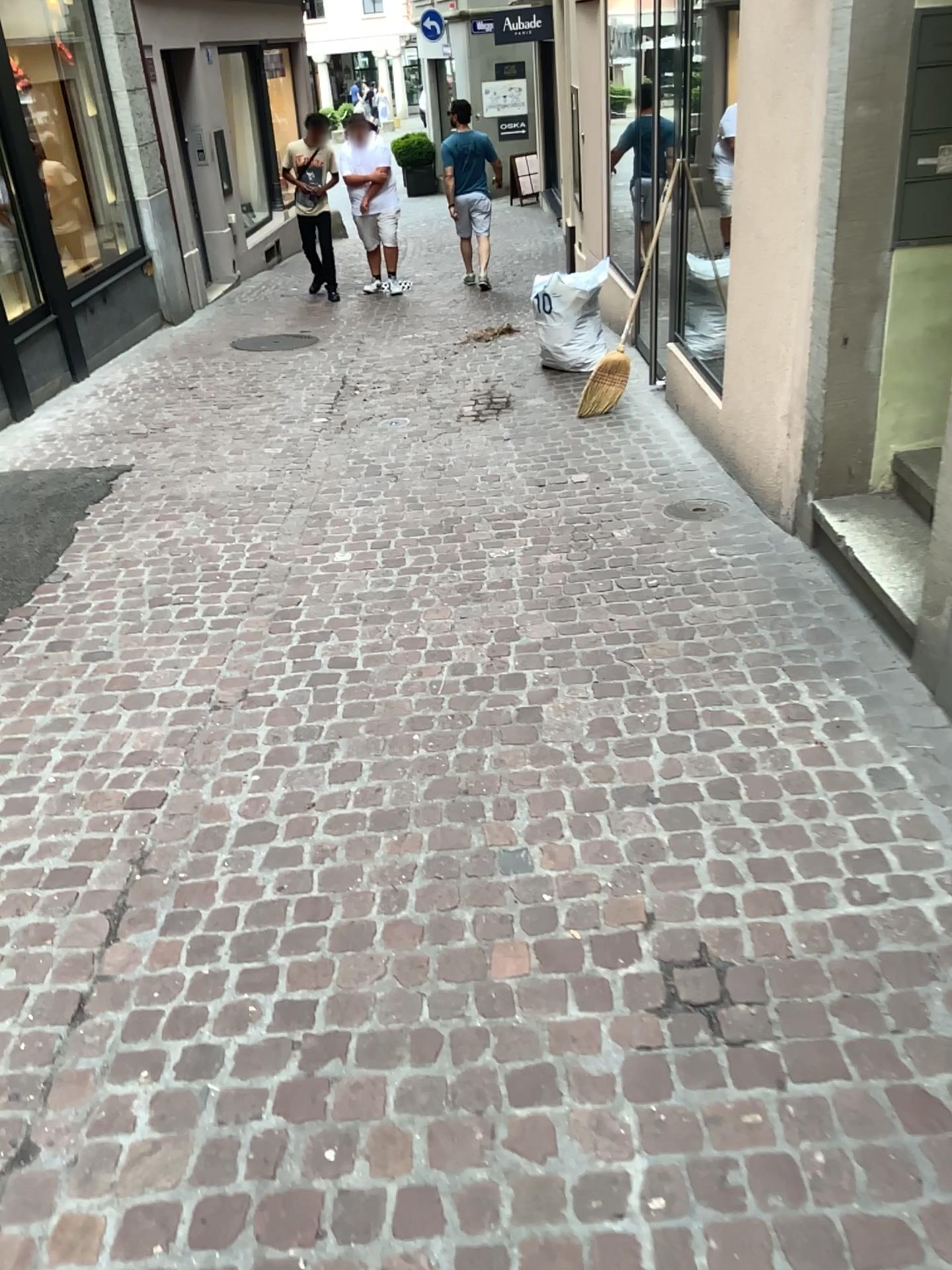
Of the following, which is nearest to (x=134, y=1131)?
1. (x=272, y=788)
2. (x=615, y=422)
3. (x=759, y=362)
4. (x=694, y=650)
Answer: (x=272, y=788)
